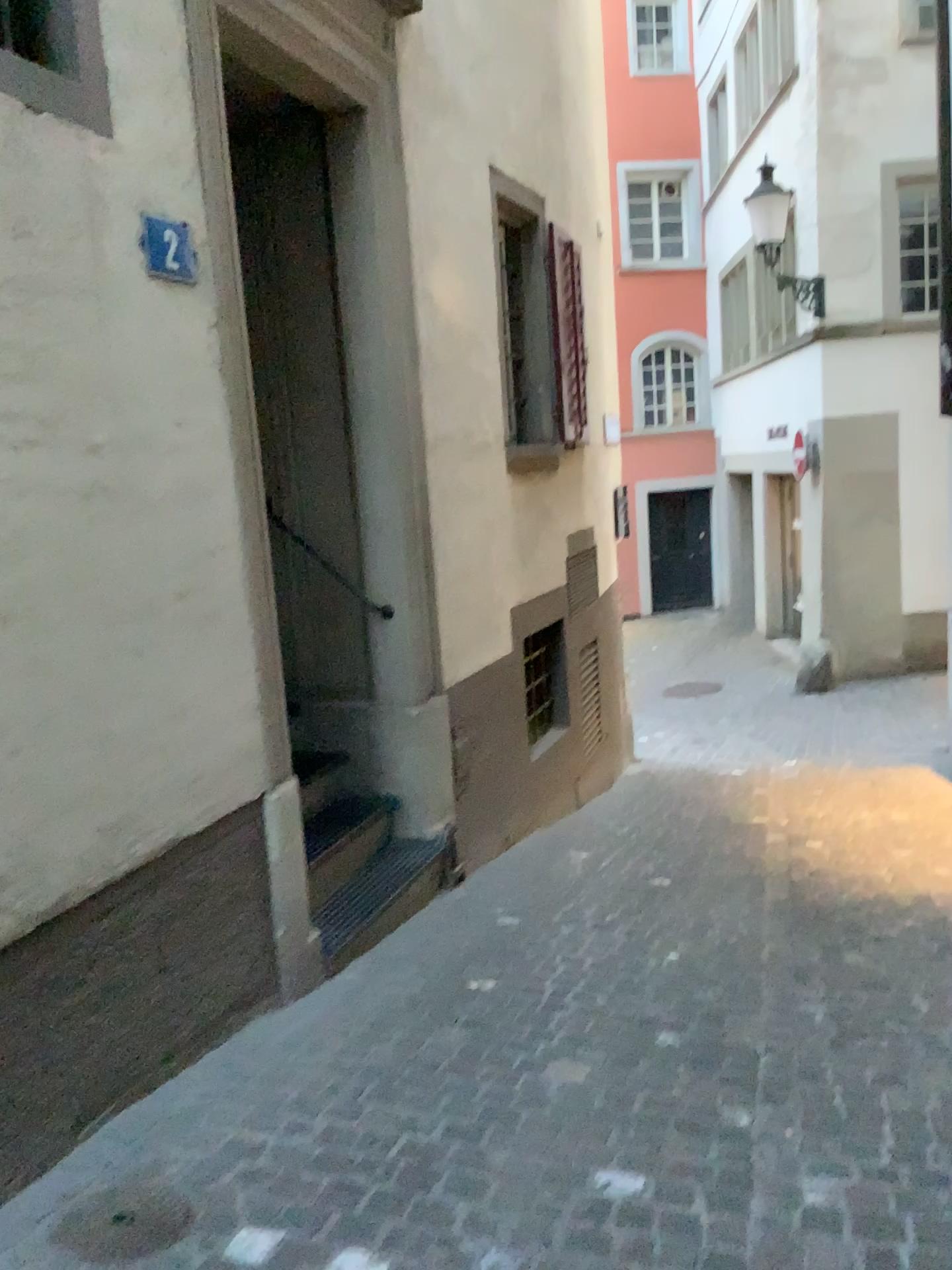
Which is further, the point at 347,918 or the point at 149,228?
the point at 347,918

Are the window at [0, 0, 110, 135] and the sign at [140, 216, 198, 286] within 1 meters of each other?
yes

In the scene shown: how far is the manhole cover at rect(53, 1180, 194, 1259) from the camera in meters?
2.1

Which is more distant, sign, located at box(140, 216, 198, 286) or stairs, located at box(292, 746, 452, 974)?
stairs, located at box(292, 746, 452, 974)

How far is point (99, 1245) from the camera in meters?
2.1 m

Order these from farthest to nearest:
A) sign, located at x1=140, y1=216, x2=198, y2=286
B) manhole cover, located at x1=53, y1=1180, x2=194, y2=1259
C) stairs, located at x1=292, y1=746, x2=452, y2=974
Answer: stairs, located at x1=292, y1=746, x2=452, y2=974
sign, located at x1=140, y1=216, x2=198, y2=286
manhole cover, located at x1=53, y1=1180, x2=194, y2=1259

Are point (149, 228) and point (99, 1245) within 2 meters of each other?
no

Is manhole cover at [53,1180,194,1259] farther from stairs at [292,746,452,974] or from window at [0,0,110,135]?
window at [0,0,110,135]

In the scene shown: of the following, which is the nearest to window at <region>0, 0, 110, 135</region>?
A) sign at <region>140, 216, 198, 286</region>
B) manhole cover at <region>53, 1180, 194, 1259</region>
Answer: sign at <region>140, 216, 198, 286</region>

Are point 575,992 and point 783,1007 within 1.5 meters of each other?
yes
